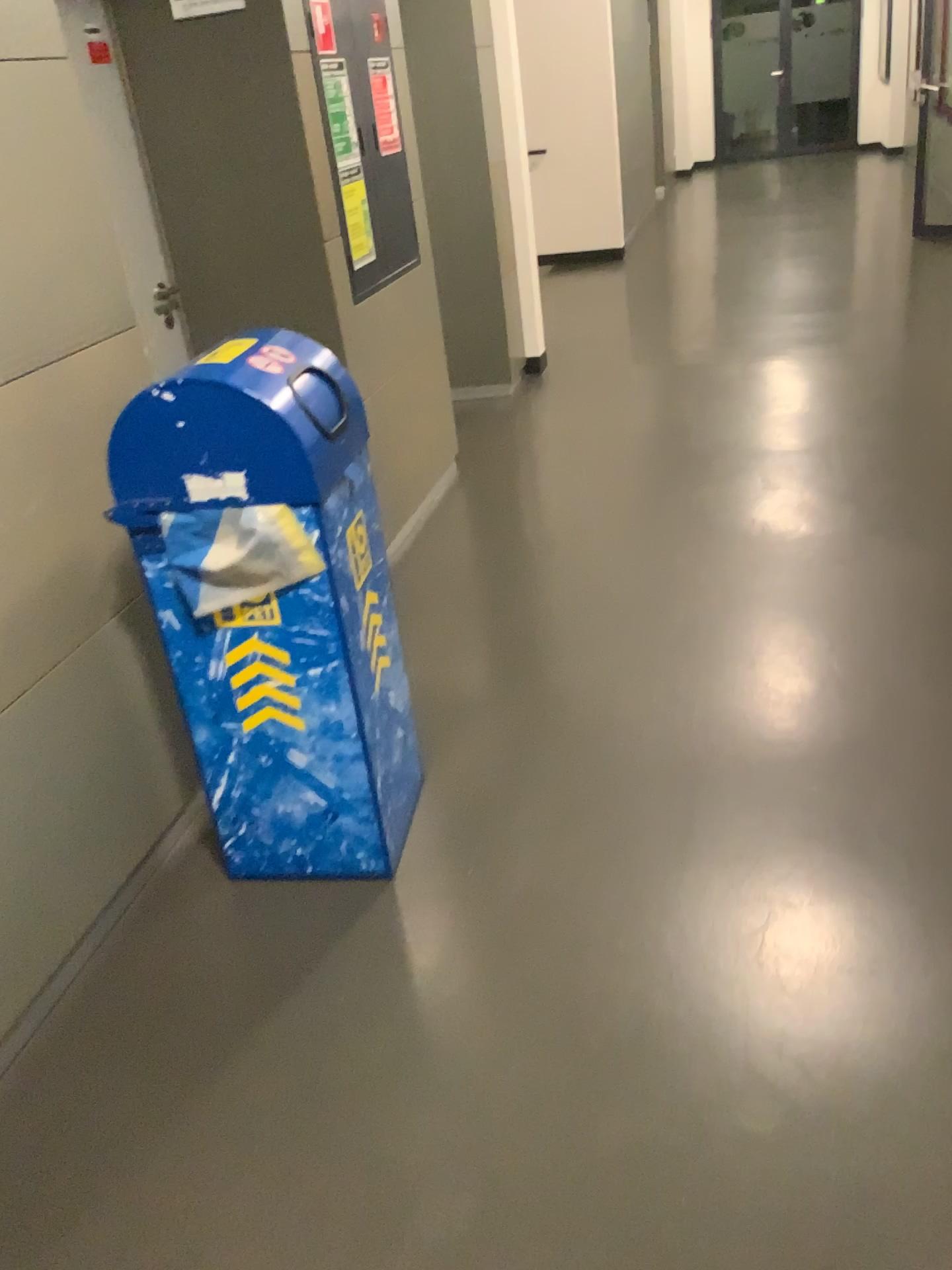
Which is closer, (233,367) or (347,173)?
(233,367)

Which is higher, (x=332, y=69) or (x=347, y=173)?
(x=332, y=69)

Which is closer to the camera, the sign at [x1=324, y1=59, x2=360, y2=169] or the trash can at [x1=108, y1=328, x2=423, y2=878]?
the trash can at [x1=108, y1=328, x2=423, y2=878]

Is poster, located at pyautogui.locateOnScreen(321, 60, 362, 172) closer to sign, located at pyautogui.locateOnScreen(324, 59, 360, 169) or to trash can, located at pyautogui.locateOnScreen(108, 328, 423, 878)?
sign, located at pyautogui.locateOnScreen(324, 59, 360, 169)

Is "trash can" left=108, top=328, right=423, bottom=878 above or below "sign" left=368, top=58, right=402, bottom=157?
below

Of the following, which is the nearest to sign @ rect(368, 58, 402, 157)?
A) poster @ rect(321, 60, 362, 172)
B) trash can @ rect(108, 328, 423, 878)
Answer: poster @ rect(321, 60, 362, 172)

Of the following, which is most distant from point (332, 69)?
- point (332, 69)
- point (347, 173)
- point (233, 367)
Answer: point (233, 367)

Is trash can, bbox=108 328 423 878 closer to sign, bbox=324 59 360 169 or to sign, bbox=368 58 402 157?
sign, bbox=324 59 360 169

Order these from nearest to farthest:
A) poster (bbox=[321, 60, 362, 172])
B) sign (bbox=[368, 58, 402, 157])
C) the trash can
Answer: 1. the trash can
2. poster (bbox=[321, 60, 362, 172])
3. sign (bbox=[368, 58, 402, 157])

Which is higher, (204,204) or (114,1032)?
(204,204)
